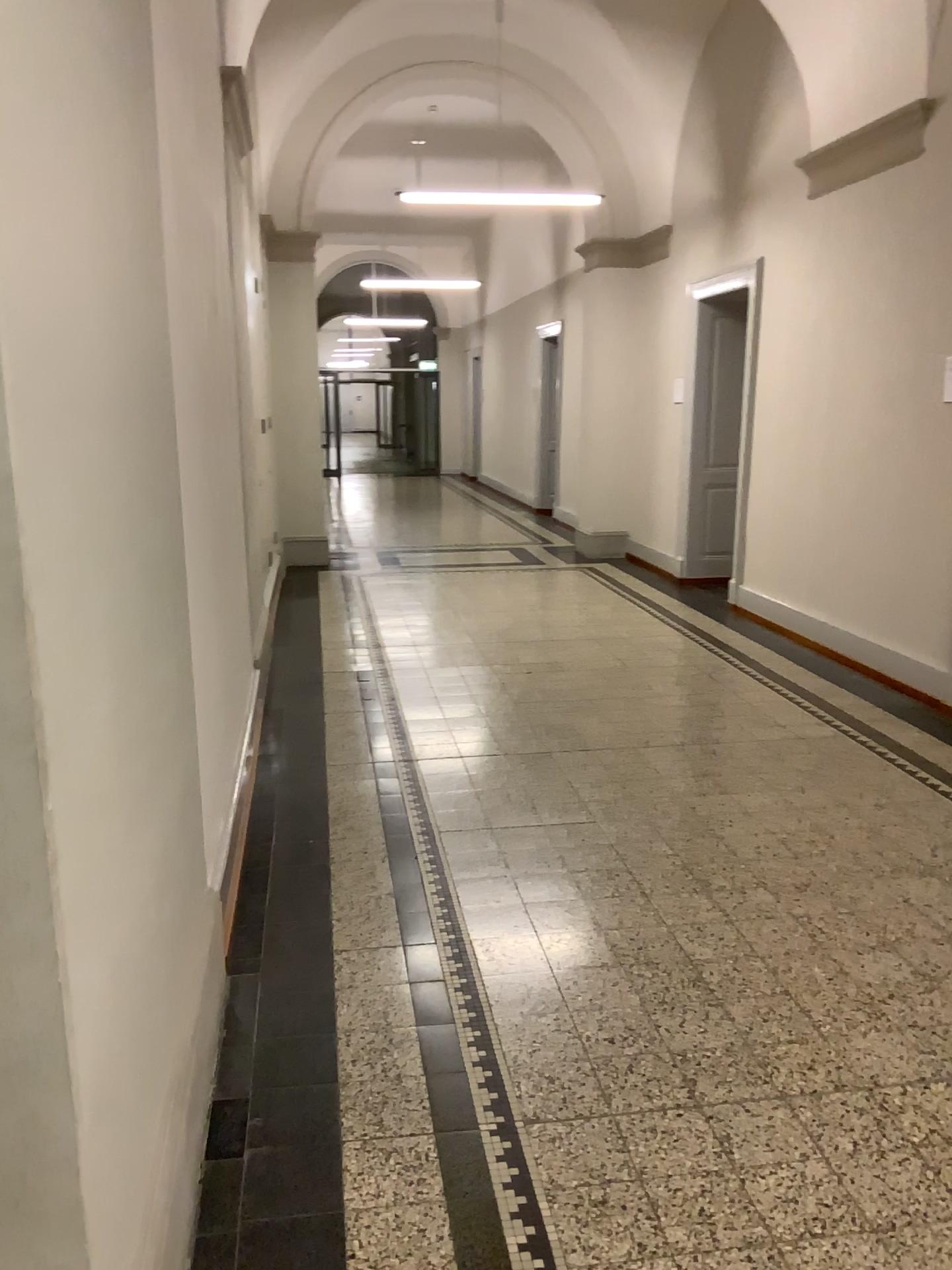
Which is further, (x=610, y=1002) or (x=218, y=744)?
(x=218, y=744)
